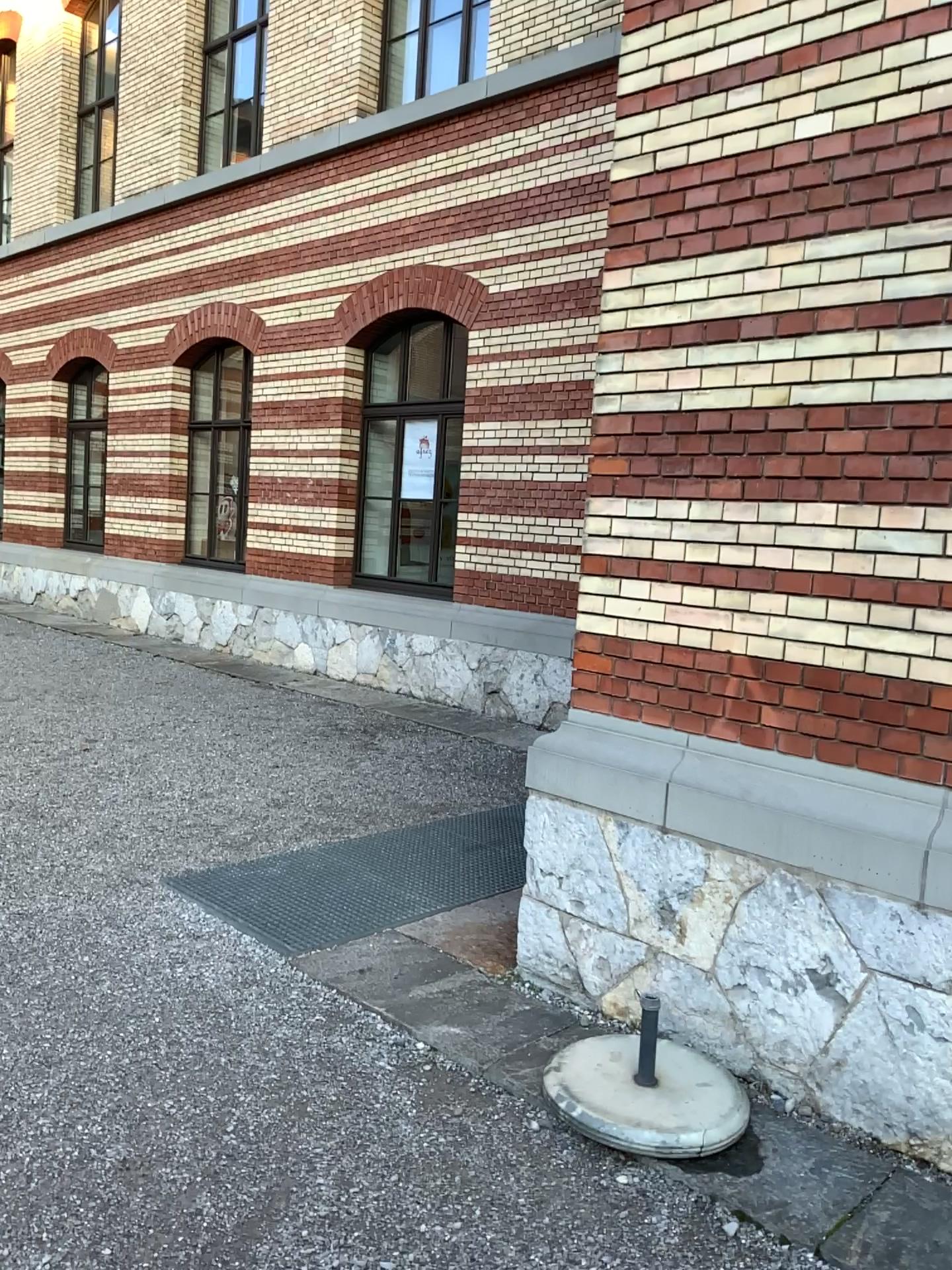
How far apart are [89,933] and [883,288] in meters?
3.6 m
